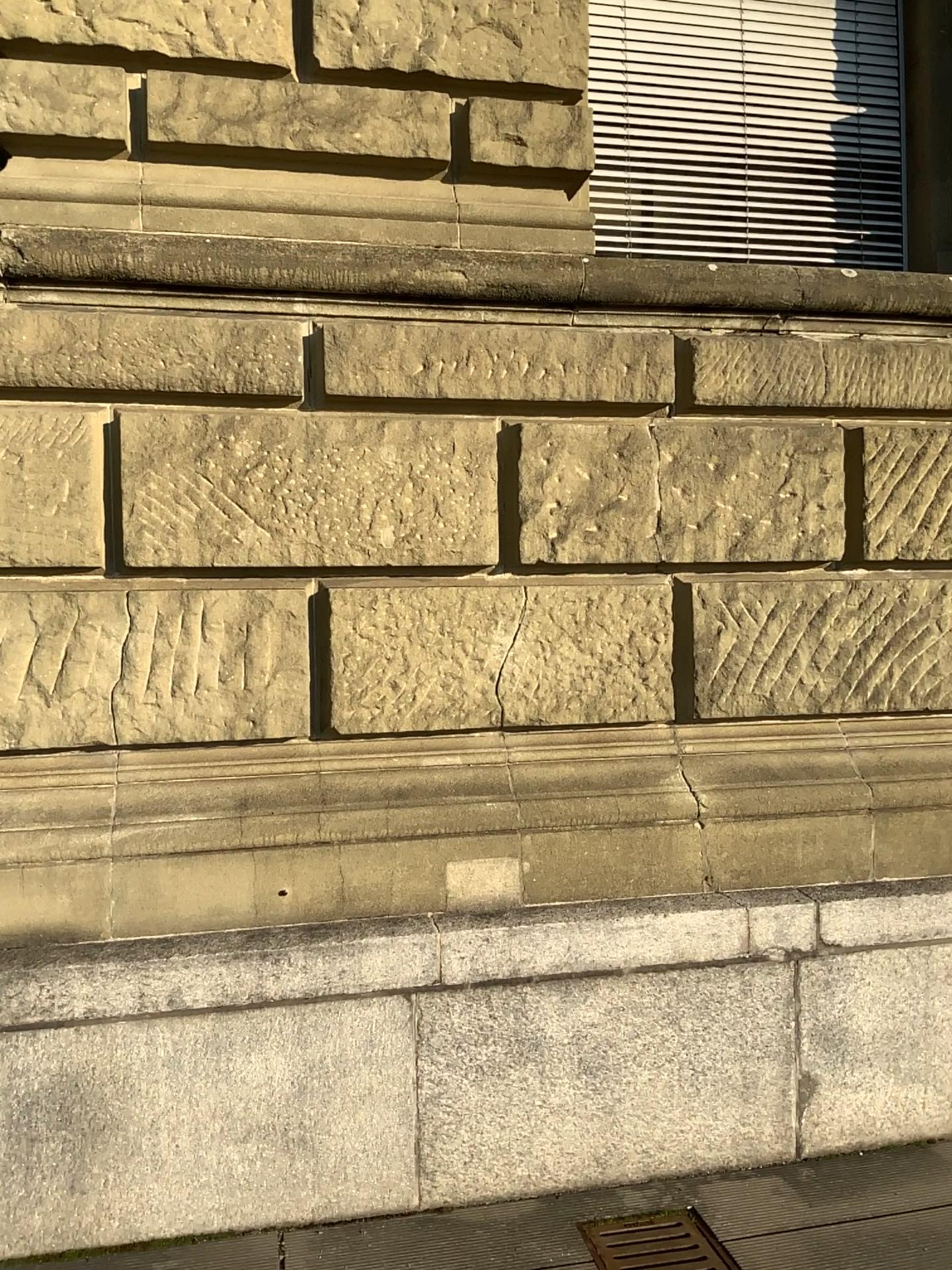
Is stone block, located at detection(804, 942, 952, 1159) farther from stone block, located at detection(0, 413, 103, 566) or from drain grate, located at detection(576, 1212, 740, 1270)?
stone block, located at detection(0, 413, 103, 566)

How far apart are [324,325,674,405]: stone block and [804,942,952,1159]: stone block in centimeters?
182cm

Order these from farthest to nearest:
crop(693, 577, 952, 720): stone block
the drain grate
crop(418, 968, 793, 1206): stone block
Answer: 1. crop(693, 577, 952, 720): stone block
2. crop(418, 968, 793, 1206): stone block
3. the drain grate

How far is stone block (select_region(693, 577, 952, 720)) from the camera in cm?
344

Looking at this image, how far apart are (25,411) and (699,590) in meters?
2.1

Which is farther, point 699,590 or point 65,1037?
point 699,590

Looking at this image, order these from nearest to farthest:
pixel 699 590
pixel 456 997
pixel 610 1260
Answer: pixel 610 1260 → pixel 456 997 → pixel 699 590

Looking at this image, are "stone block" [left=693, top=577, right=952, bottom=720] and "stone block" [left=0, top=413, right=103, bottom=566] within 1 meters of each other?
no

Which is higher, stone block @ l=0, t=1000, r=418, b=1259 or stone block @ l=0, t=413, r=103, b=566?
stone block @ l=0, t=413, r=103, b=566

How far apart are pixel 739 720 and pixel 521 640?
0.8 meters
